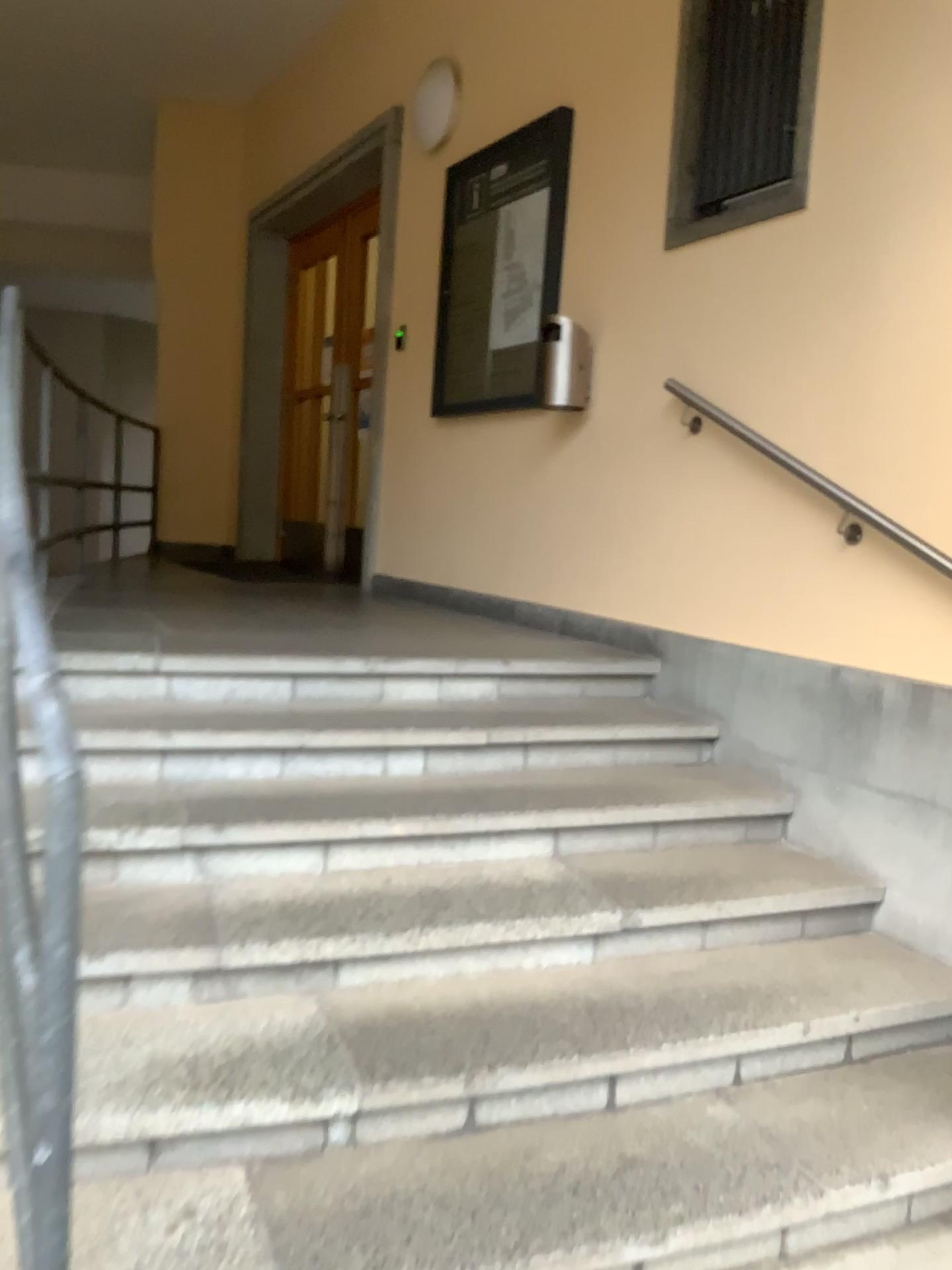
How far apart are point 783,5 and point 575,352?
1.2 meters

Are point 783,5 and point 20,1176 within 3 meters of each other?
no

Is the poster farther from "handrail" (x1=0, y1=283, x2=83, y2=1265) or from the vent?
"handrail" (x1=0, y1=283, x2=83, y2=1265)

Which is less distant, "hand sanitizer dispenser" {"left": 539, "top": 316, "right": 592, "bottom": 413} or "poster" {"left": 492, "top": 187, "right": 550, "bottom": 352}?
"hand sanitizer dispenser" {"left": 539, "top": 316, "right": 592, "bottom": 413}

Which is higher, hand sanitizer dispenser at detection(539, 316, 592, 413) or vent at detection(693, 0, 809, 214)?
vent at detection(693, 0, 809, 214)

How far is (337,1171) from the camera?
1.9m

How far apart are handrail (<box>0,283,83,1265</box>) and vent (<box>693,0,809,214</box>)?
2.5 meters

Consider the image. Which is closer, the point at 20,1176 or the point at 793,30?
the point at 20,1176

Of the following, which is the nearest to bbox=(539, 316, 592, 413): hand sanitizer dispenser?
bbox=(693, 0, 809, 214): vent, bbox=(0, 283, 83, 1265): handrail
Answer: bbox=(693, 0, 809, 214): vent

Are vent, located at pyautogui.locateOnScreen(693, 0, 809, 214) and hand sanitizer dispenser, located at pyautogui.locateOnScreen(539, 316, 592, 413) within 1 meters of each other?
yes
